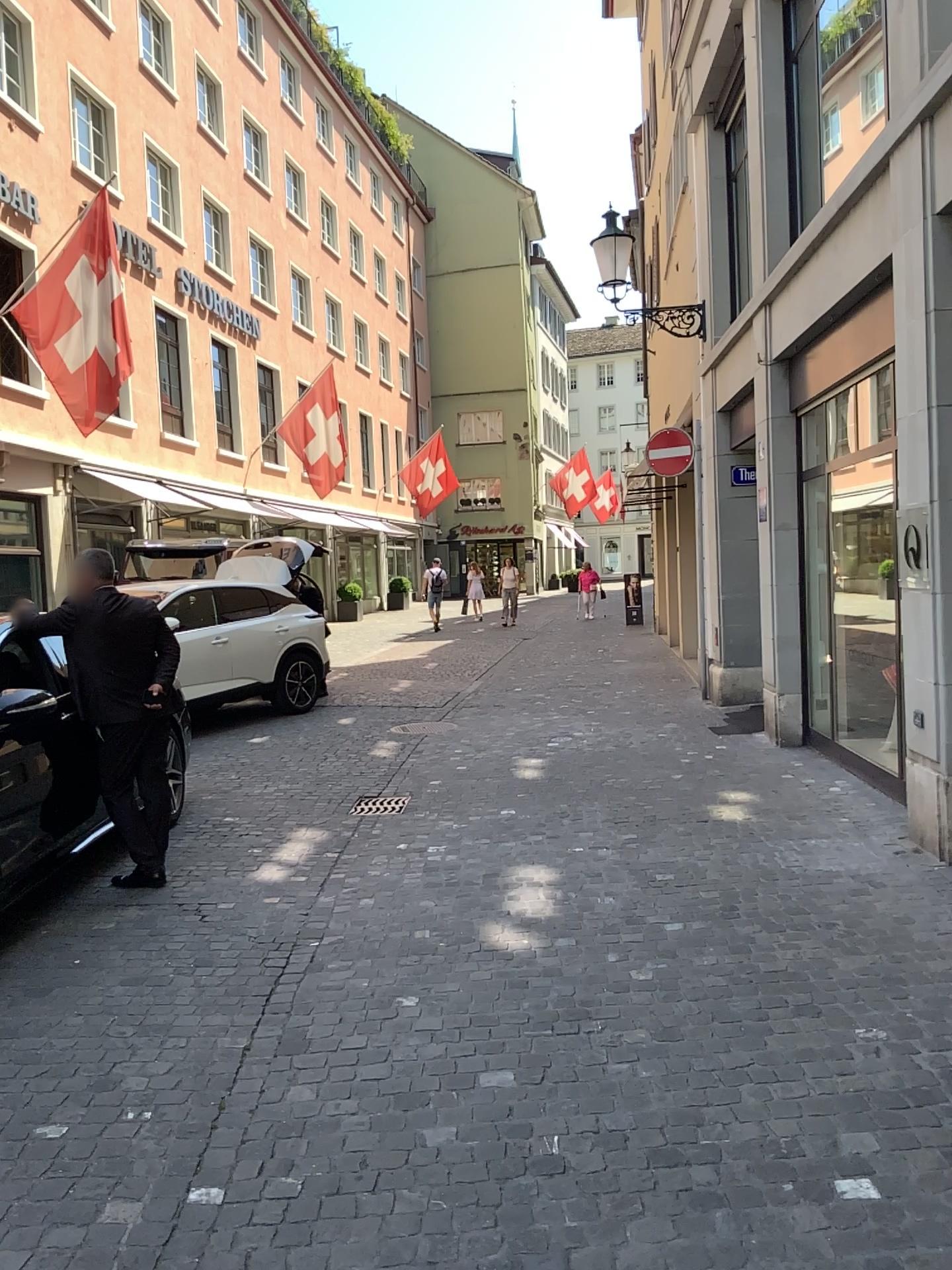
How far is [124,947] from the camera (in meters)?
4.55
